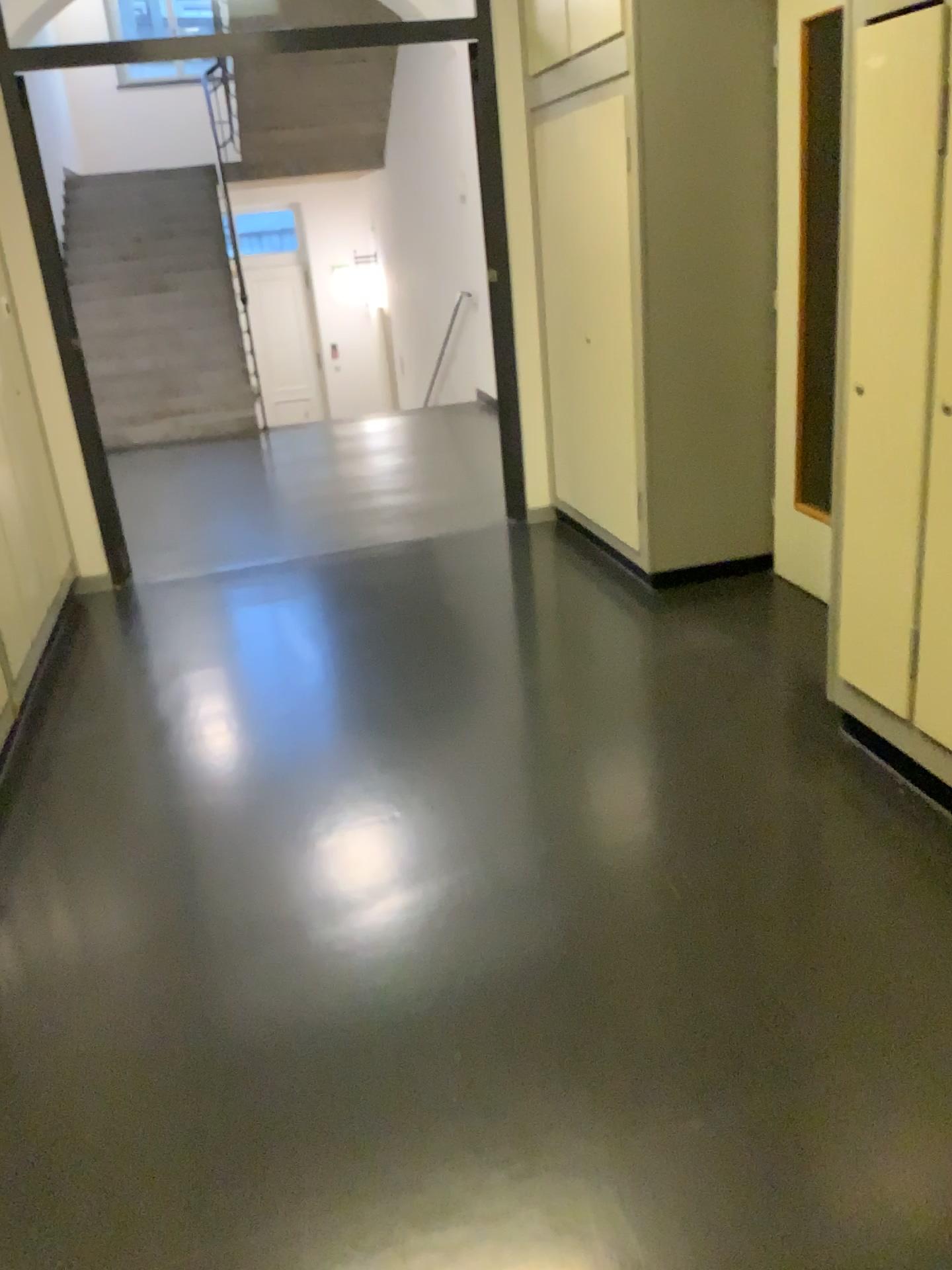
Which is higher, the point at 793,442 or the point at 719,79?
the point at 719,79

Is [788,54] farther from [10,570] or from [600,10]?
[10,570]

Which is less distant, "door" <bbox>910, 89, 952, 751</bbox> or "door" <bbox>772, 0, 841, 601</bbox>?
"door" <bbox>910, 89, 952, 751</bbox>

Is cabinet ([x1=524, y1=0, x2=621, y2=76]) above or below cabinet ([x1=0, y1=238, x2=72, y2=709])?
above

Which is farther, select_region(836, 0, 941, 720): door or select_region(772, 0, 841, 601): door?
select_region(772, 0, 841, 601): door

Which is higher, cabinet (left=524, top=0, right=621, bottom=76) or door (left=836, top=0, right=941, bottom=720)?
cabinet (left=524, top=0, right=621, bottom=76)

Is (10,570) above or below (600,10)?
below

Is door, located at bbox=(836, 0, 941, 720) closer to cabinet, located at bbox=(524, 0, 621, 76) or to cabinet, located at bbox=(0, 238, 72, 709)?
cabinet, located at bbox=(524, 0, 621, 76)

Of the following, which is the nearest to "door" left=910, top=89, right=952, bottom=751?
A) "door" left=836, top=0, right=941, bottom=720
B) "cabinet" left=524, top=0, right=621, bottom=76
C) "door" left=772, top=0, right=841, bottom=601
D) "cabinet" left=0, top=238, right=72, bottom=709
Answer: "door" left=836, top=0, right=941, bottom=720

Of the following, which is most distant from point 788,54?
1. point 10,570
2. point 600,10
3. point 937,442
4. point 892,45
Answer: Result: point 10,570
